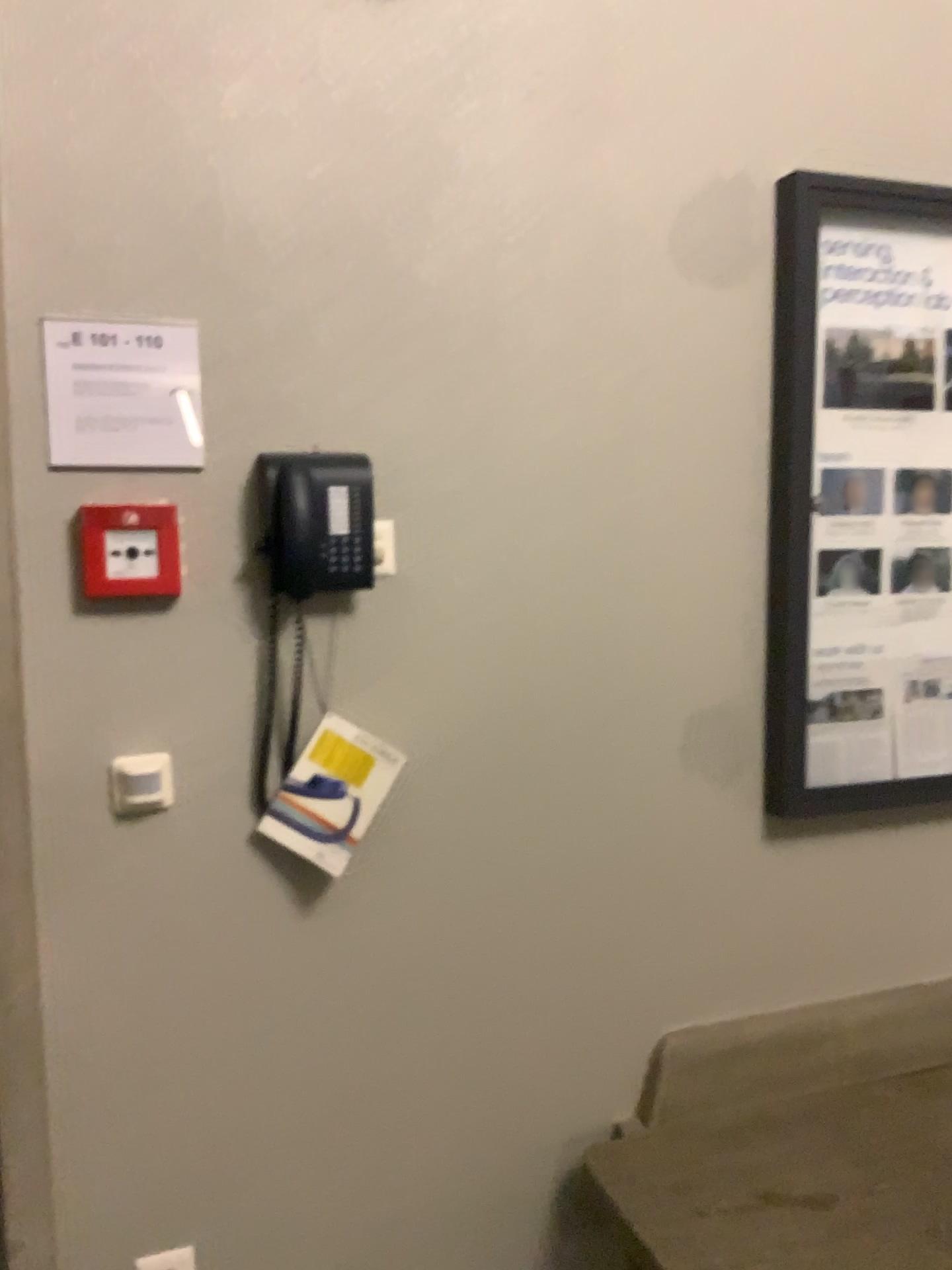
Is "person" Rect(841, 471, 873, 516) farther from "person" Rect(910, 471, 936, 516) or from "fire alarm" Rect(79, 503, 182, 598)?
"fire alarm" Rect(79, 503, 182, 598)

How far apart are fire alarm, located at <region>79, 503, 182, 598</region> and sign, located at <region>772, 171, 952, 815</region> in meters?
1.0 m

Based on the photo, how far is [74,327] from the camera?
1.53m

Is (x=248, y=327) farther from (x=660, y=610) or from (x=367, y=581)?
(x=660, y=610)

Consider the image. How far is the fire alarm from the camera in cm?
154

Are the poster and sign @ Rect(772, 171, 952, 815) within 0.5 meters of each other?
yes

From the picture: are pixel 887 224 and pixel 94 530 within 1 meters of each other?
no

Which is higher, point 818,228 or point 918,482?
point 818,228

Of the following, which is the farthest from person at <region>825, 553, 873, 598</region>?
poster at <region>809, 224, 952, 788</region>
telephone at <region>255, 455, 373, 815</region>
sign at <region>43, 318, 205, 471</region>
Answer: sign at <region>43, 318, 205, 471</region>

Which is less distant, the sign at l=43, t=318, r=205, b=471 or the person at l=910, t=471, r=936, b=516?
the sign at l=43, t=318, r=205, b=471
